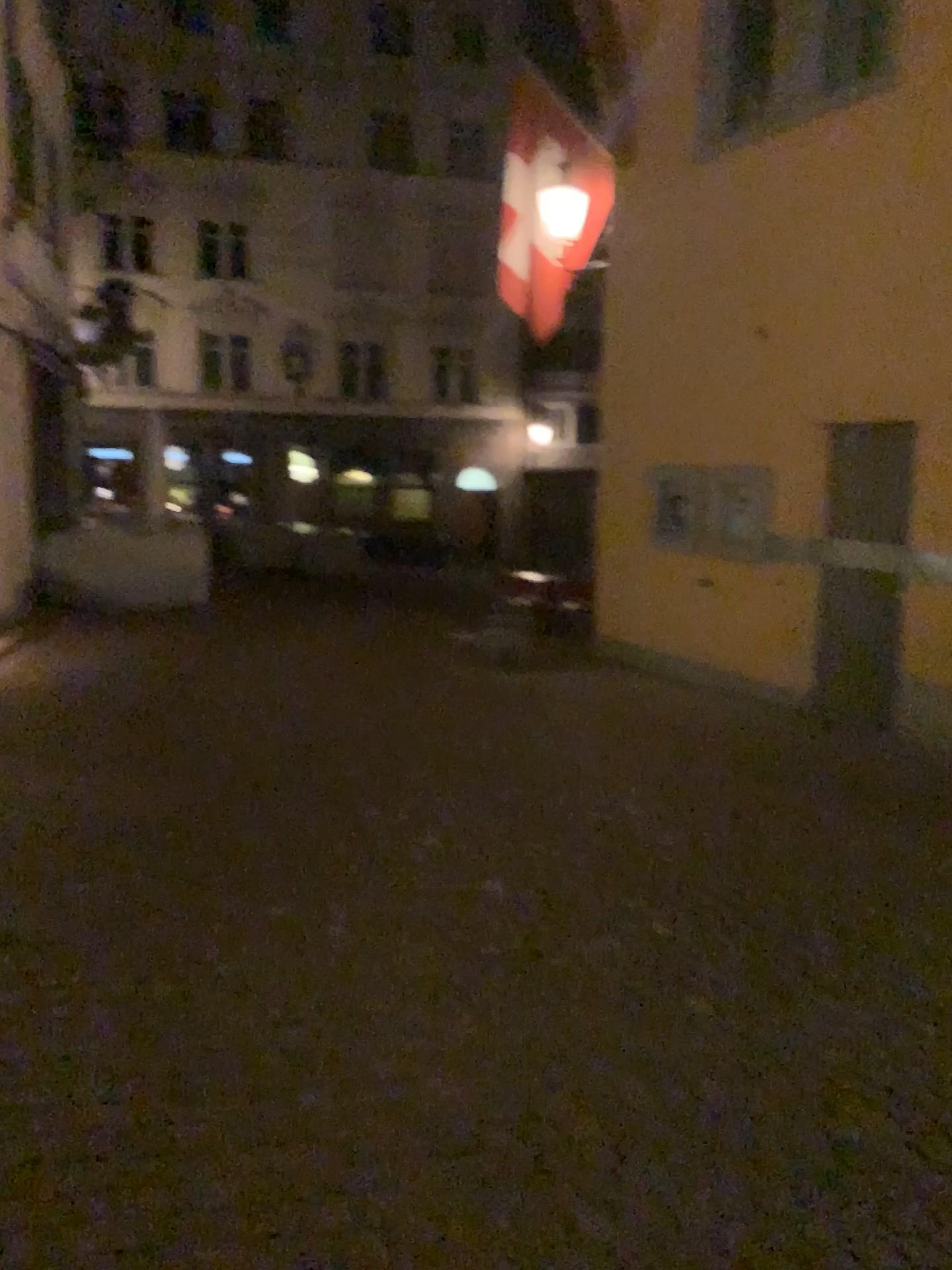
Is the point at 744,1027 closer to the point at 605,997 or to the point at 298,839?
the point at 605,997
